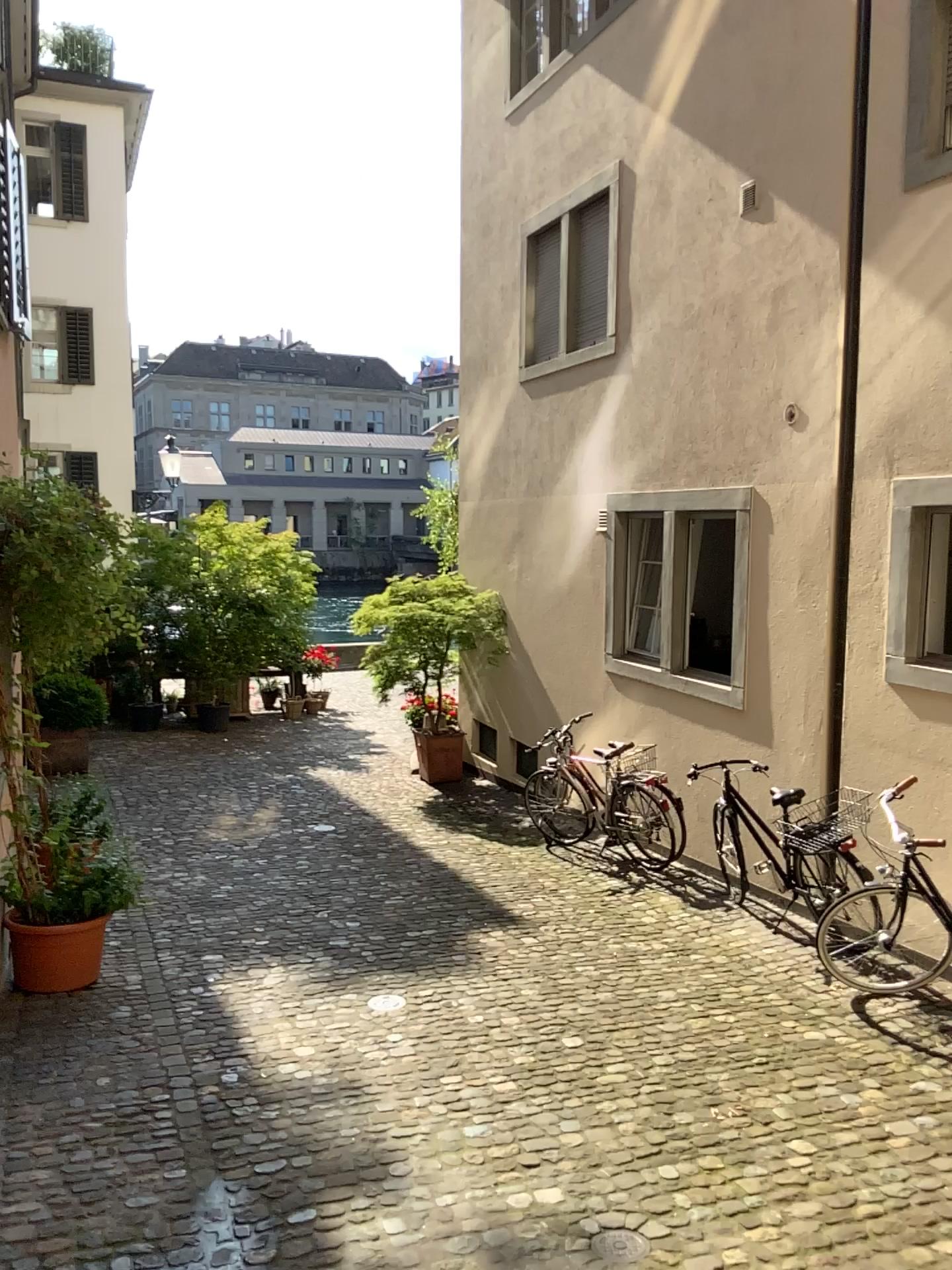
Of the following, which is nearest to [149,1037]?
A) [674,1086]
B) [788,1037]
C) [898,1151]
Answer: [674,1086]
